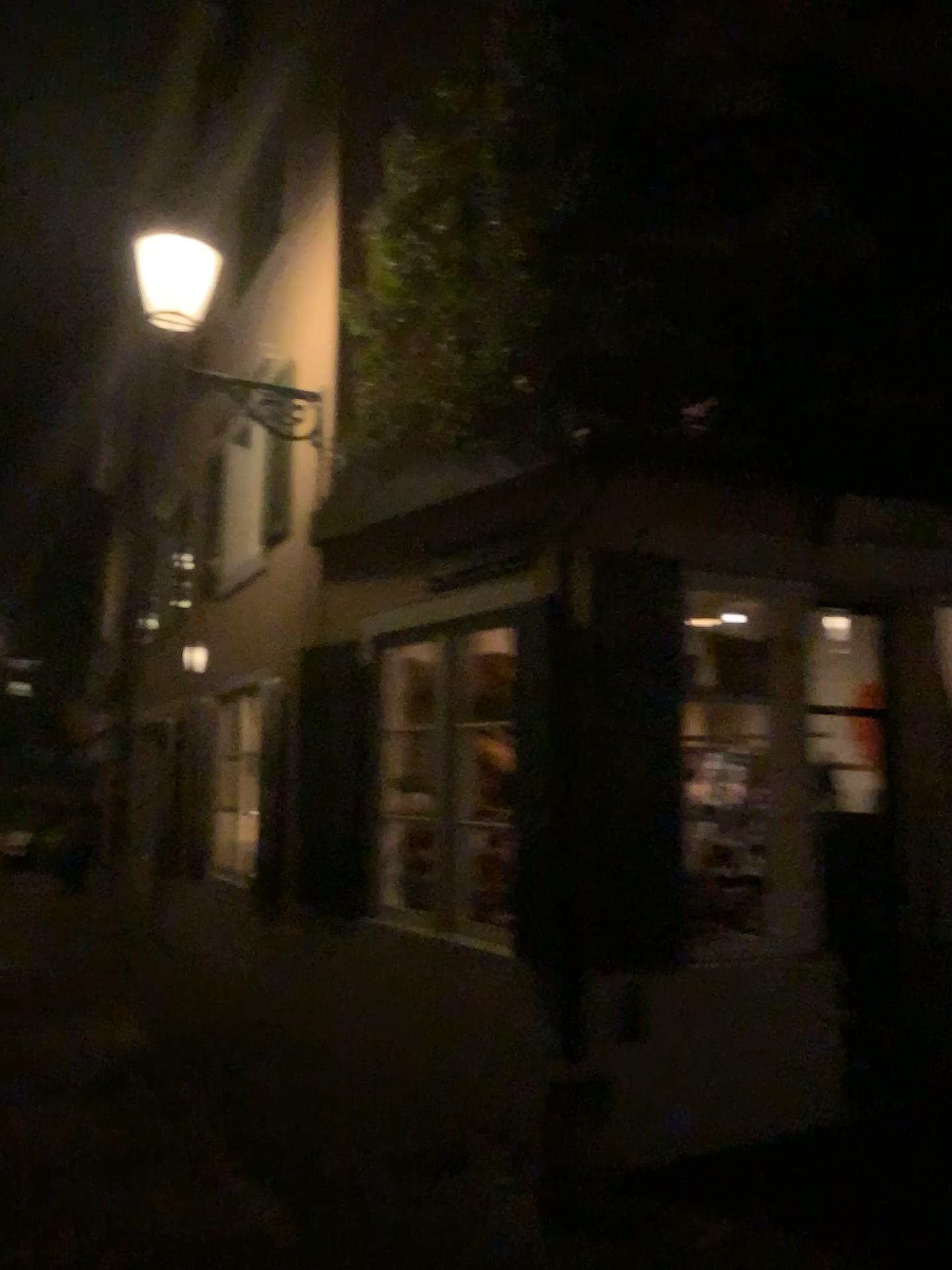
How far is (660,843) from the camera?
4.20m

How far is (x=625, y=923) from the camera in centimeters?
423cm

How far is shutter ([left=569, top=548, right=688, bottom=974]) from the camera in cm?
420
